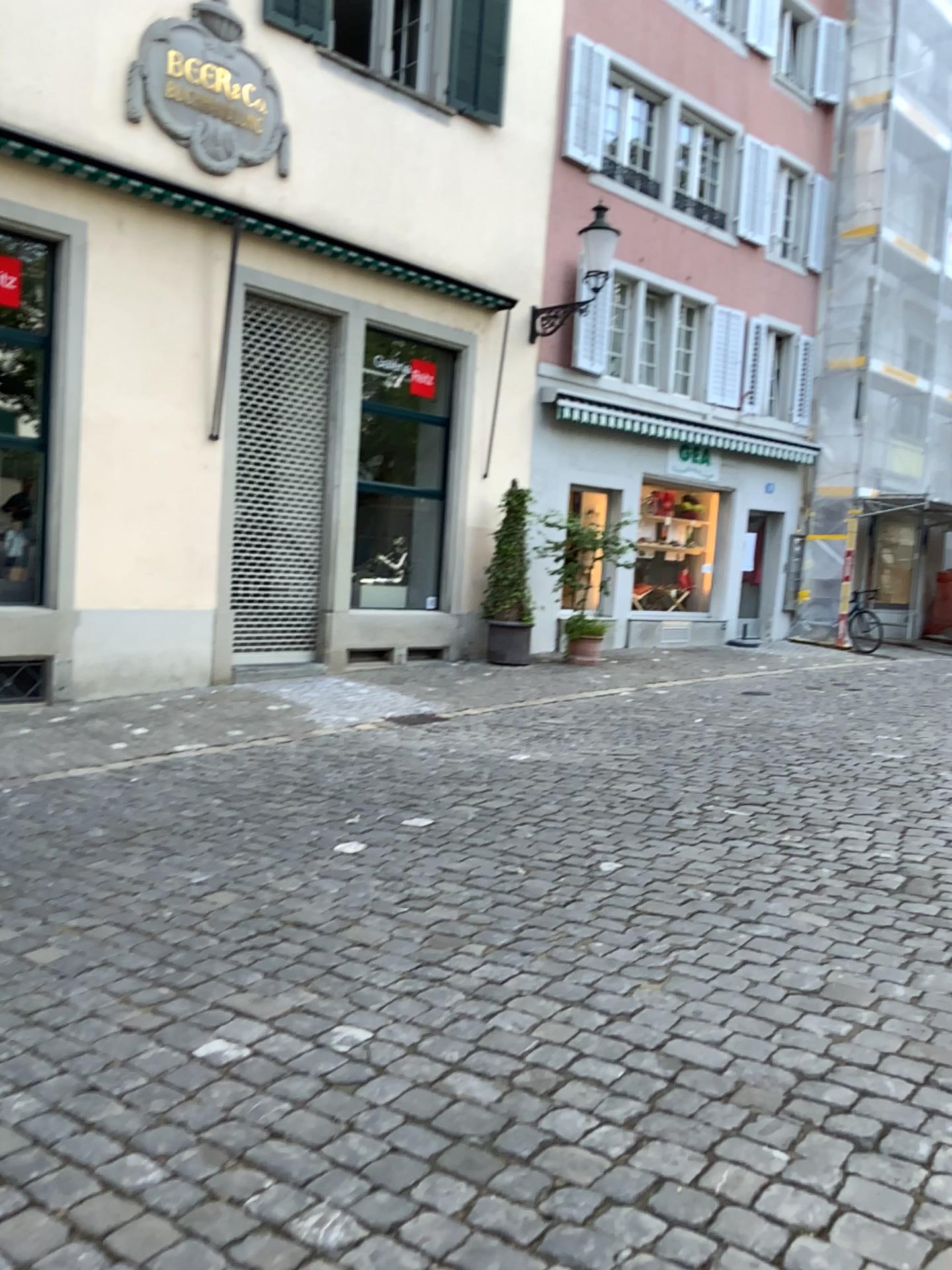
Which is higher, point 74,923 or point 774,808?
point 774,808
